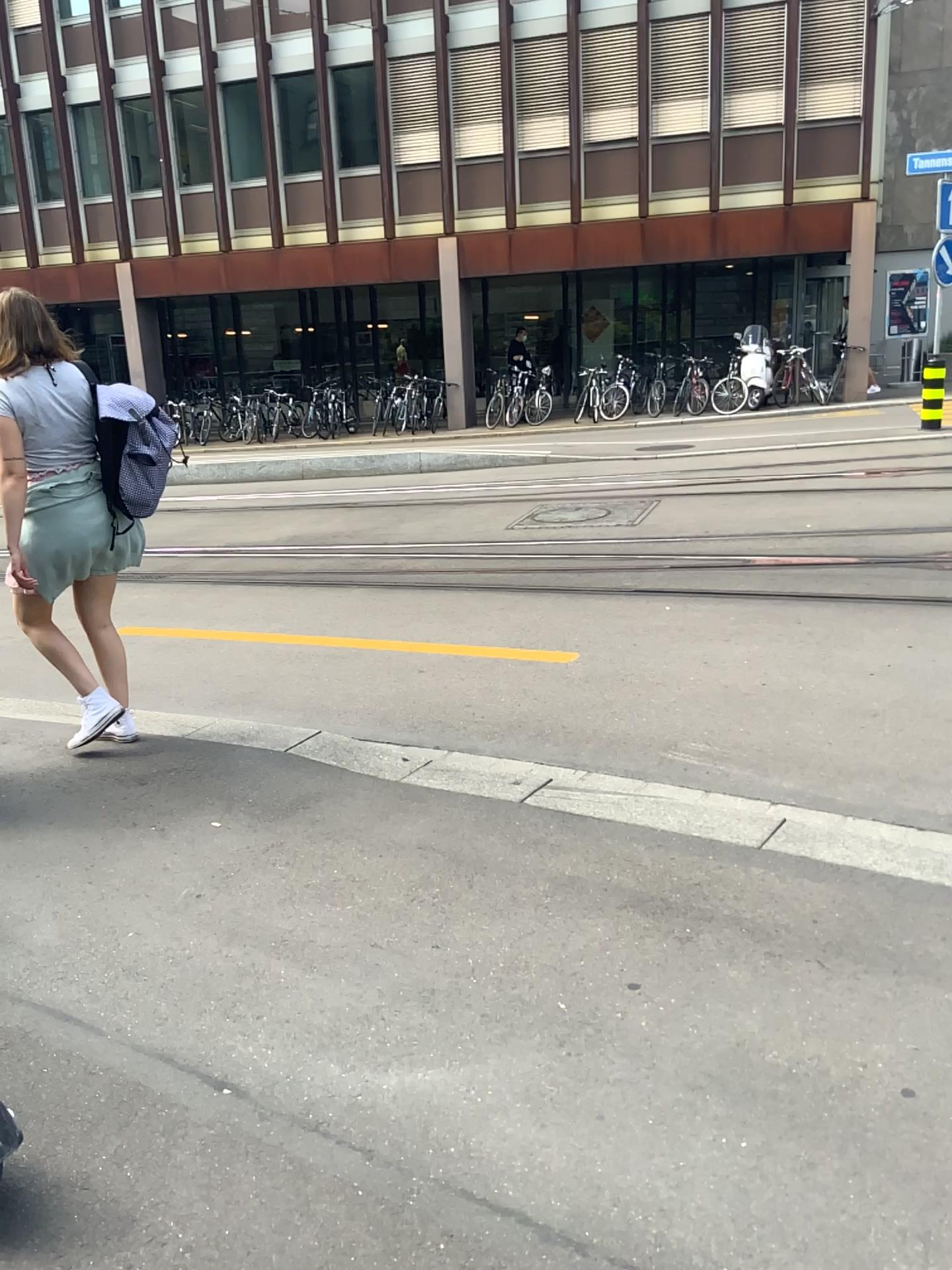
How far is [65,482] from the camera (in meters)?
→ 3.73

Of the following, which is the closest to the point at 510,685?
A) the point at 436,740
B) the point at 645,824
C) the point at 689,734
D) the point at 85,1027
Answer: the point at 436,740

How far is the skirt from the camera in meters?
3.7
